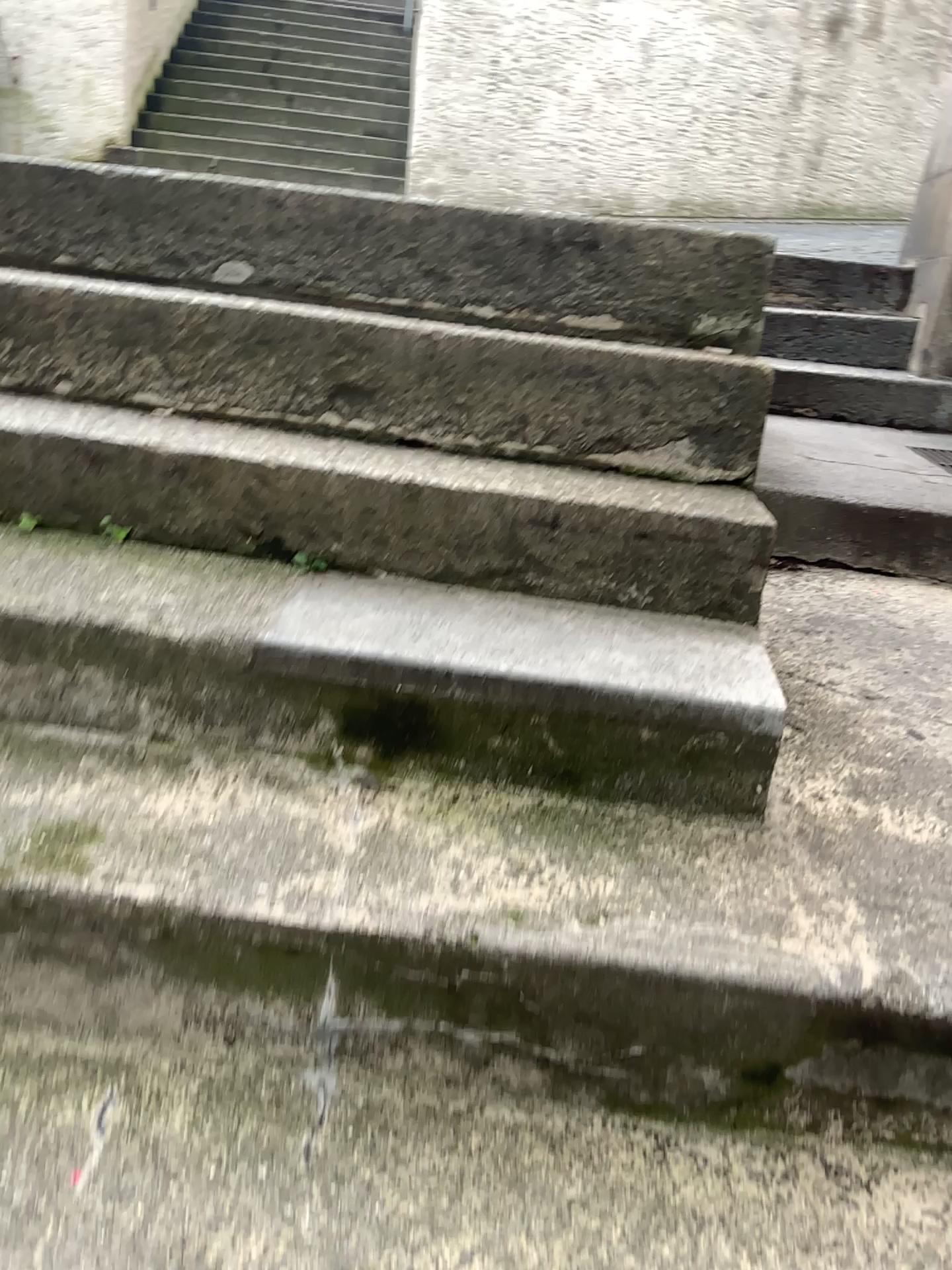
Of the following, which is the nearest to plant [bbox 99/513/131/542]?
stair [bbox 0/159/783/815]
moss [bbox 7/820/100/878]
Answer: stair [bbox 0/159/783/815]

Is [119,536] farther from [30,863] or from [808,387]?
[808,387]

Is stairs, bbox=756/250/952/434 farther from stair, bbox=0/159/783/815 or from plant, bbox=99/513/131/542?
plant, bbox=99/513/131/542

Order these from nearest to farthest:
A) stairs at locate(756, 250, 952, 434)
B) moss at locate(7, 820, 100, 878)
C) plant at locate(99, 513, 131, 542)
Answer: moss at locate(7, 820, 100, 878) < plant at locate(99, 513, 131, 542) < stairs at locate(756, 250, 952, 434)

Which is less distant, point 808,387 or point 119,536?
point 119,536

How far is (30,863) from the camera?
1.0 meters

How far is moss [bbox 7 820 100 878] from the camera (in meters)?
1.04

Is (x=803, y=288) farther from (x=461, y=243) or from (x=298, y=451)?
(x=298, y=451)

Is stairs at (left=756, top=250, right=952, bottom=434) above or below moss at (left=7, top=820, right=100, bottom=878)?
above

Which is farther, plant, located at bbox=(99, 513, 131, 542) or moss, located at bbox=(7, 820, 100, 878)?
plant, located at bbox=(99, 513, 131, 542)
